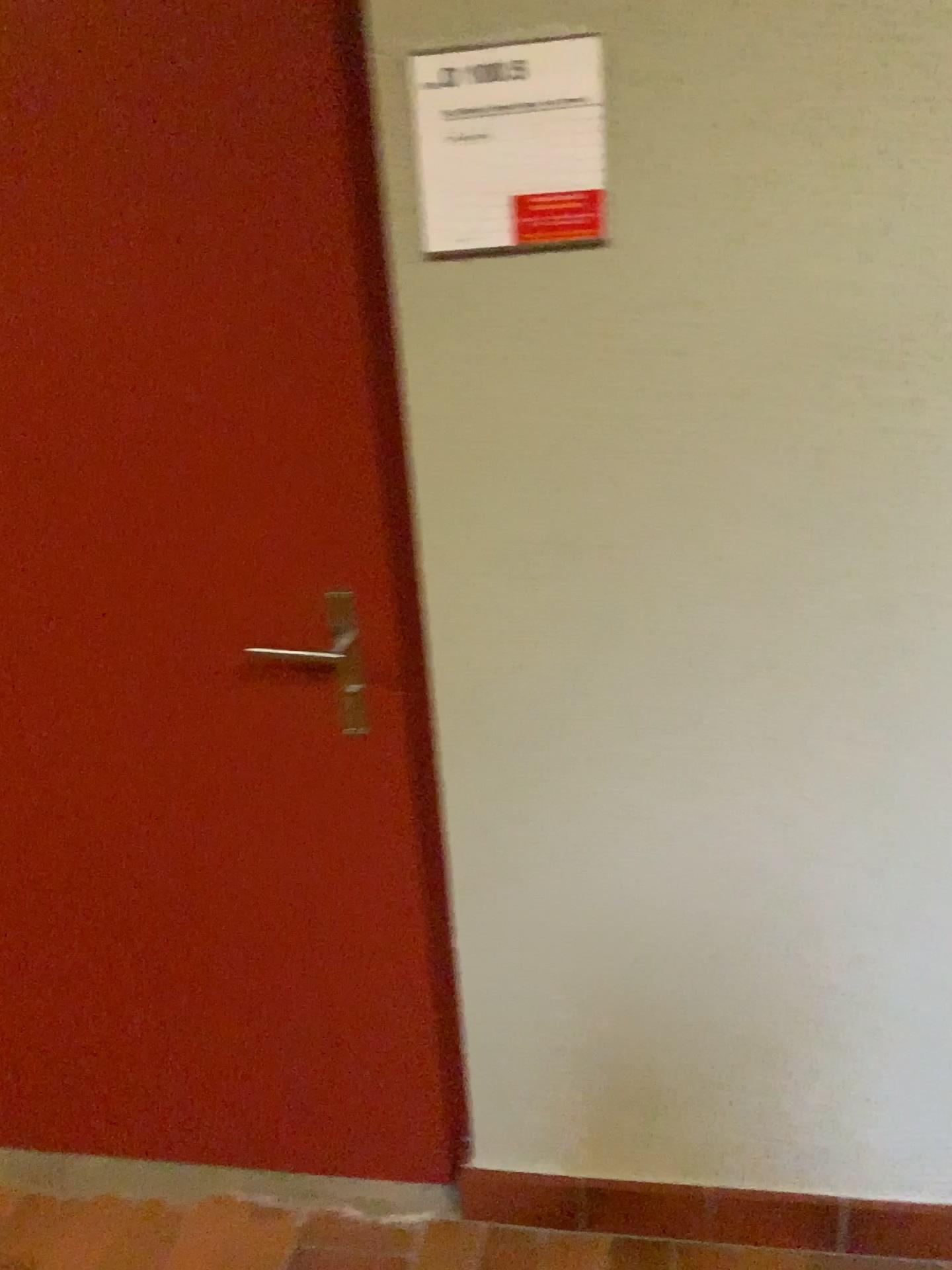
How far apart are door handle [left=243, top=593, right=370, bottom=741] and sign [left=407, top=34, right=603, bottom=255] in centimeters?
48cm

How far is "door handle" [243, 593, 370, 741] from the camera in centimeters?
147cm

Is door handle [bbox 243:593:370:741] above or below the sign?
below

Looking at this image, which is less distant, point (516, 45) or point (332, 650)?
point (516, 45)

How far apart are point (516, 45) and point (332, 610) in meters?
0.7

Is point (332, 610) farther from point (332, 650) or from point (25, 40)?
point (25, 40)

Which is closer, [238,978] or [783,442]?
[783,442]

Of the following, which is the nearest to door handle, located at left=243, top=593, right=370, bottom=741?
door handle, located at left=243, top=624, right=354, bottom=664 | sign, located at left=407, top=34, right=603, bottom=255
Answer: door handle, located at left=243, top=624, right=354, bottom=664

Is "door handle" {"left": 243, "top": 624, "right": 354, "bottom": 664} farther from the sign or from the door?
the sign

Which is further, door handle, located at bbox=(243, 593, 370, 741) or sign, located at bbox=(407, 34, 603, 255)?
door handle, located at bbox=(243, 593, 370, 741)
